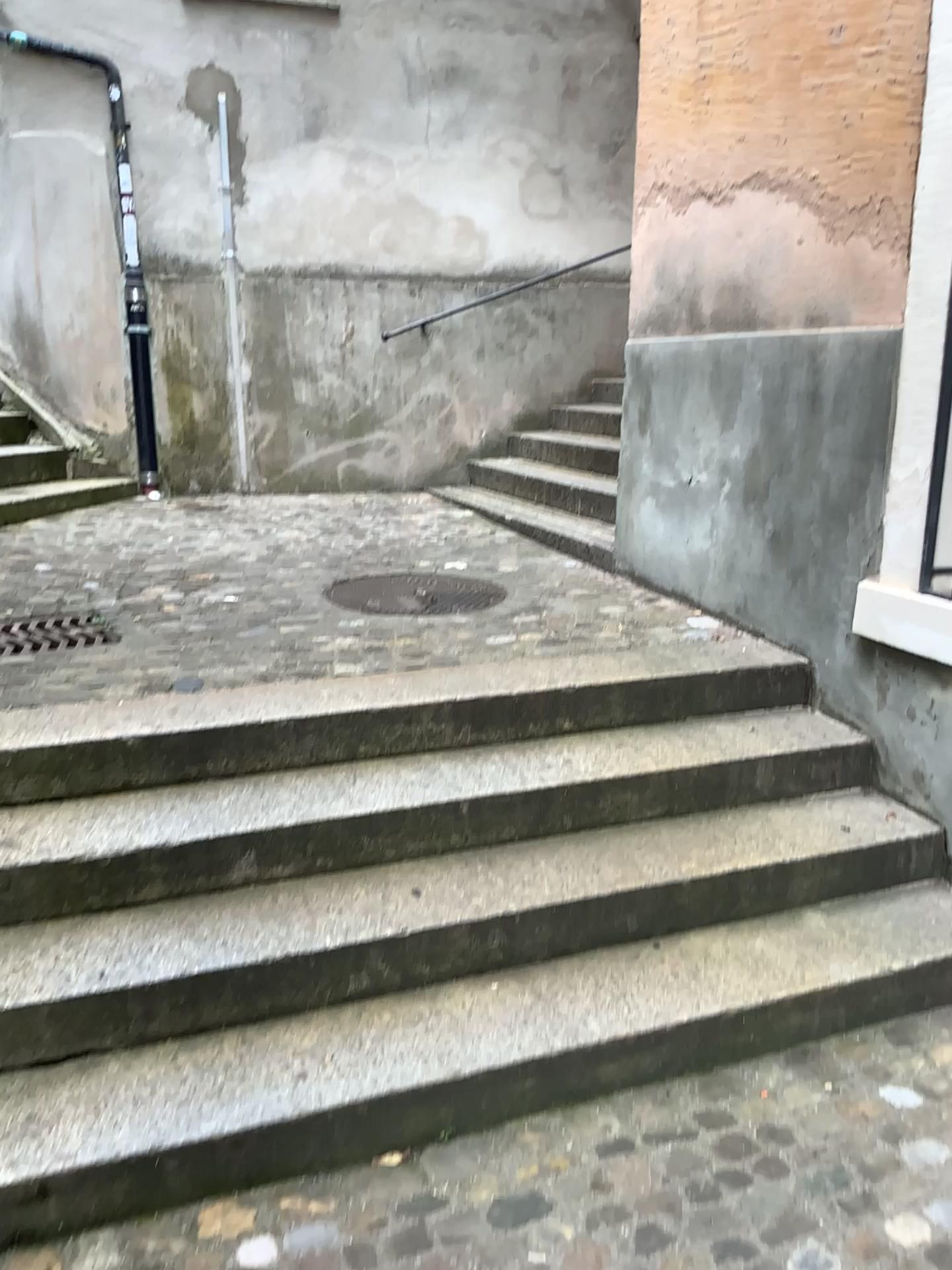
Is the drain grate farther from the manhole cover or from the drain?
the manhole cover

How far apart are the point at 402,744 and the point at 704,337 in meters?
1.9

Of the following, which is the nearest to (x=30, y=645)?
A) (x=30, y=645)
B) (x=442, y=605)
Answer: (x=30, y=645)

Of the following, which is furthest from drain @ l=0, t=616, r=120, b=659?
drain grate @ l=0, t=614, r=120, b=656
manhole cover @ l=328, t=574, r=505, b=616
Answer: manhole cover @ l=328, t=574, r=505, b=616

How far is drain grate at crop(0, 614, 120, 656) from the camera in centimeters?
357cm

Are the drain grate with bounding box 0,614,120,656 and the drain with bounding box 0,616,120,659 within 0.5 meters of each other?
yes

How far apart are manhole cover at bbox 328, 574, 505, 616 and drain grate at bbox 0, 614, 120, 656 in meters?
0.9

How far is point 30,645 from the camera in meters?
3.6 m

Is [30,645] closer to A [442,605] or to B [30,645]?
B [30,645]

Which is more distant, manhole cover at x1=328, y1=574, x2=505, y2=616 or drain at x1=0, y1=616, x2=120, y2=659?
manhole cover at x1=328, y1=574, x2=505, y2=616
